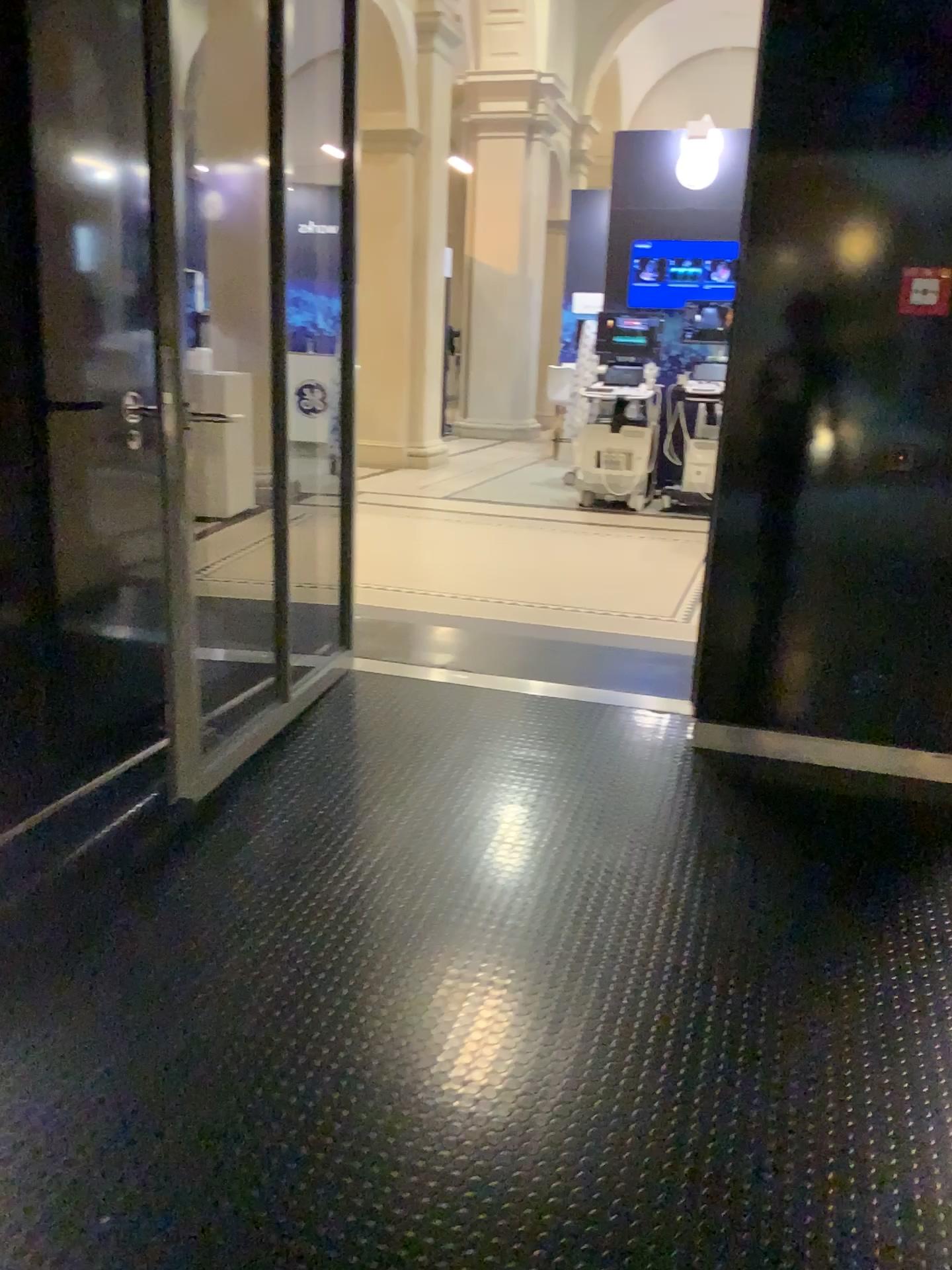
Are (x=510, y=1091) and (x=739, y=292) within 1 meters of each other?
no

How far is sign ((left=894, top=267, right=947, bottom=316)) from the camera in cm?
302

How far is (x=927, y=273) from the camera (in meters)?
3.02
